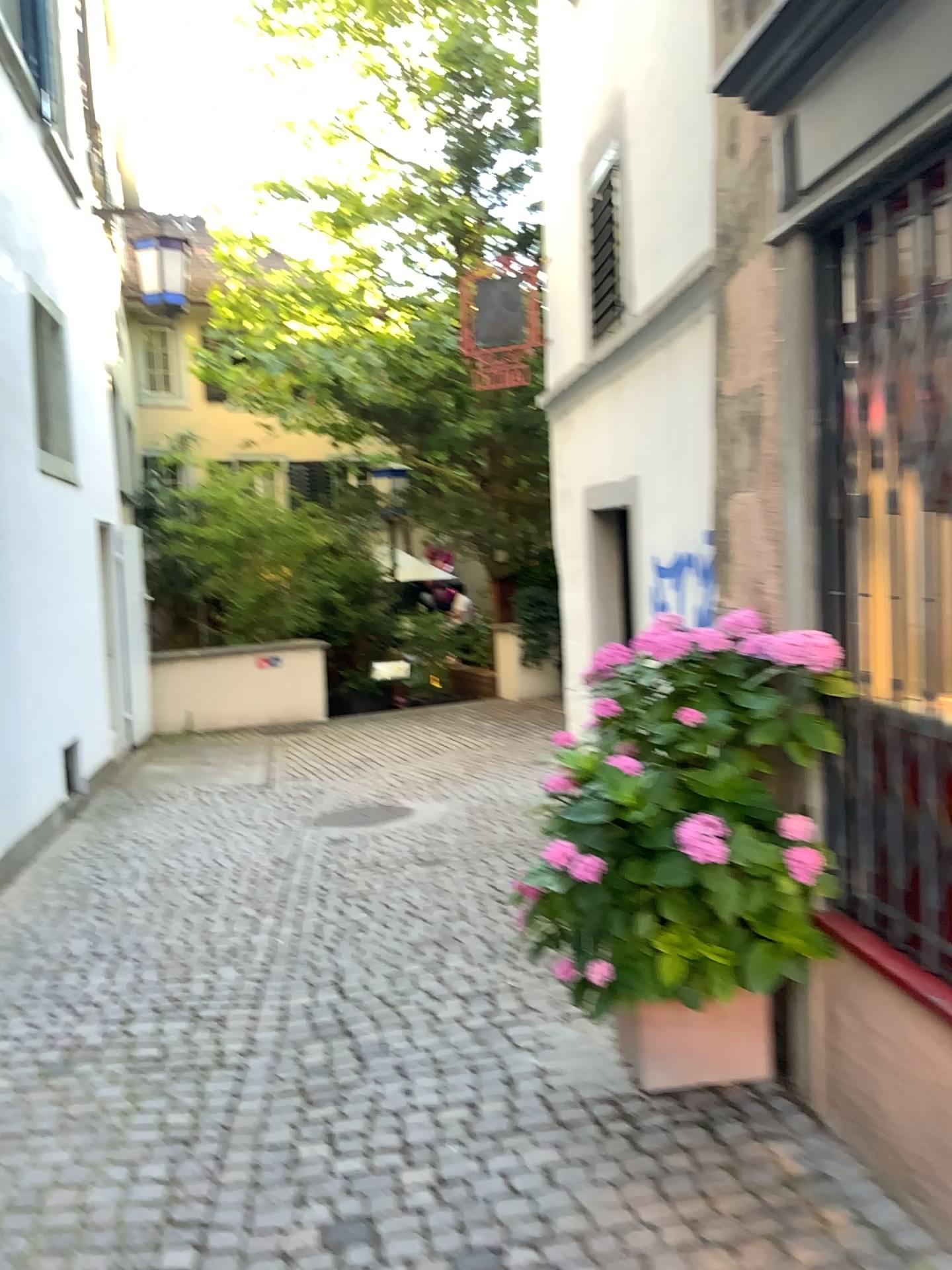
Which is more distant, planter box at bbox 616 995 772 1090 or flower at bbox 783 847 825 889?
planter box at bbox 616 995 772 1090

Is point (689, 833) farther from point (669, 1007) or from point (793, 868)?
point (669, 1007)

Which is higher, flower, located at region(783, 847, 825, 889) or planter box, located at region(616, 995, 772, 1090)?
flower, located at region(783, 847, 825, 889)

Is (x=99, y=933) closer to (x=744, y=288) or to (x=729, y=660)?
(x=729, y=660)

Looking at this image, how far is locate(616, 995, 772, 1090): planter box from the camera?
2.8 meters

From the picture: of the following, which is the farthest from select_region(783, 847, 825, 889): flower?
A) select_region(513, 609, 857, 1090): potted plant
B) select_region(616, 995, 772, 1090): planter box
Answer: select_region(616, 995, 772, 1090): planter box

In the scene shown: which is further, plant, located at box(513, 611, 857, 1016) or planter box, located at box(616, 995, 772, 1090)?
planter box, located at box(616, 995, 772, 1090)

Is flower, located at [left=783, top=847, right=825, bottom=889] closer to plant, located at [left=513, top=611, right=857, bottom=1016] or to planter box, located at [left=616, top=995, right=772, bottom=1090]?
plant, located at [left=513, top=611, right=857, bottom=1016]

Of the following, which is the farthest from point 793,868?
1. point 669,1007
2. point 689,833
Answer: point 669,1007

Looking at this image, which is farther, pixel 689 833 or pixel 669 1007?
pixel 669 1007
